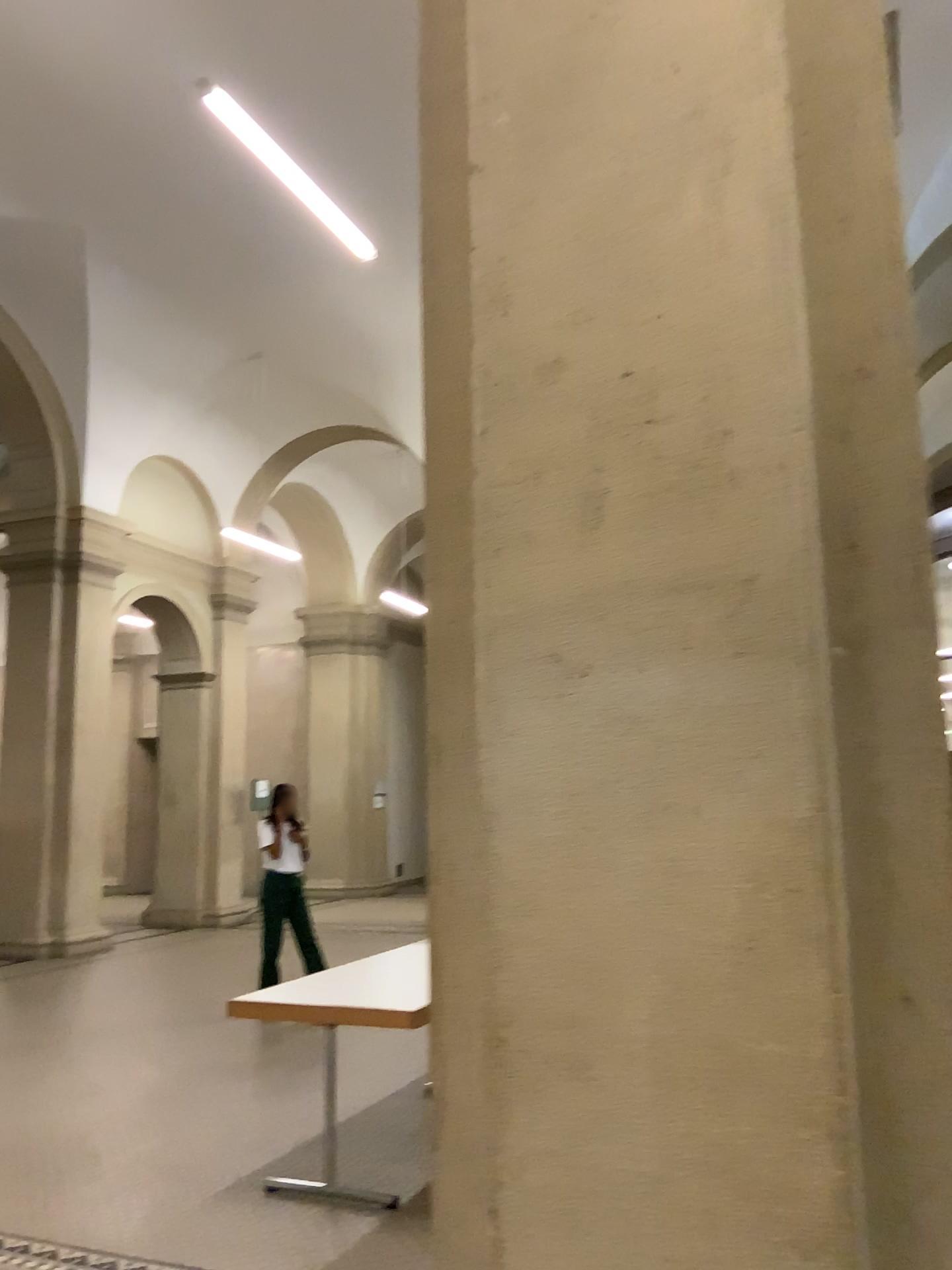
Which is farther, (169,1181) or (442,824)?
(169,1181)

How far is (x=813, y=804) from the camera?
1.57m

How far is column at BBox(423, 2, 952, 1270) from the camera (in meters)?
1.57
